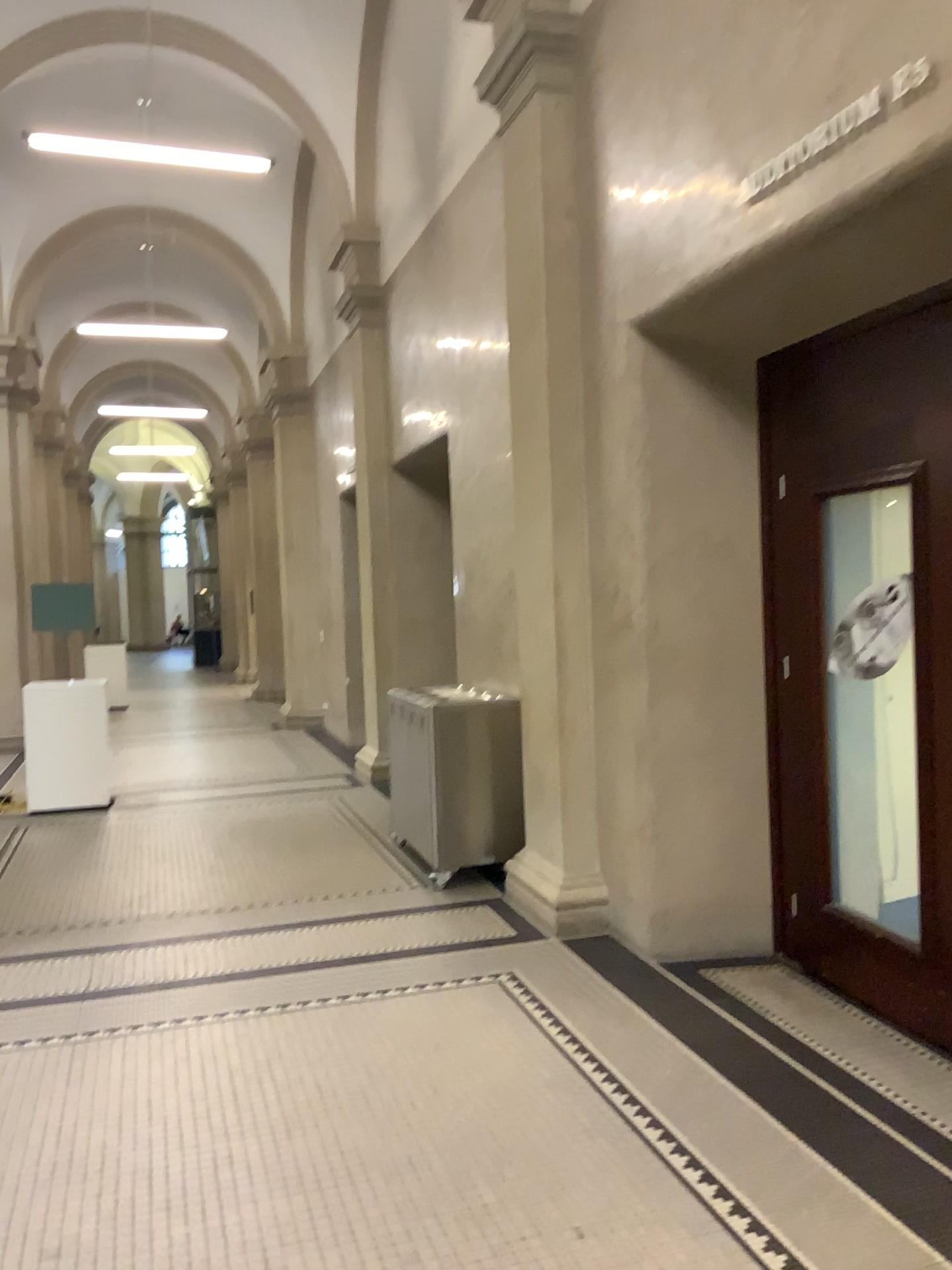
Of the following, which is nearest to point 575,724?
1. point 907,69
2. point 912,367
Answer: point 912,367

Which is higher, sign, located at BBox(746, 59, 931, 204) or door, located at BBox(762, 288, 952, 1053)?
sign, located at BBox(746, 59, 931, 204)

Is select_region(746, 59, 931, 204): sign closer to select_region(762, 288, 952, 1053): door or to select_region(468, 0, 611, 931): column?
select_region(762, 288, 952, 1053): door

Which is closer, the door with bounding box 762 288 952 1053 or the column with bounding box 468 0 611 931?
the door with bounding box 762 288 952 1053

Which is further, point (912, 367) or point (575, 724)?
point (575, 724)

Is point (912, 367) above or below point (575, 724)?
above

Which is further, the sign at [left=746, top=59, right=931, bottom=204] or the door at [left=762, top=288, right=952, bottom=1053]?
the door at [left=762, top=288, right=952, bottom=1053]

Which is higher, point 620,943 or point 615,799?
point 615,799

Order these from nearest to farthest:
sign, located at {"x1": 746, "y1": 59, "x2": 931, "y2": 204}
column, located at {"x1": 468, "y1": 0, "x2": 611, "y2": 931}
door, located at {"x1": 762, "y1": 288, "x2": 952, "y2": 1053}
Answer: sign, located at {"x1": 746, "y1": 59, "x2": 931, "y2": 204} < door, located at {"x1": 762, "y1": 288, "x2": 952, "y2": 1053} < column, located at {"x1": 468, "y1": 0, "x2": 611, "y2": 931}

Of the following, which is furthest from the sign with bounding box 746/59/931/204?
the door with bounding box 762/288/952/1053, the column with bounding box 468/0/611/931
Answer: the column with bounding box 468/0/611/931
